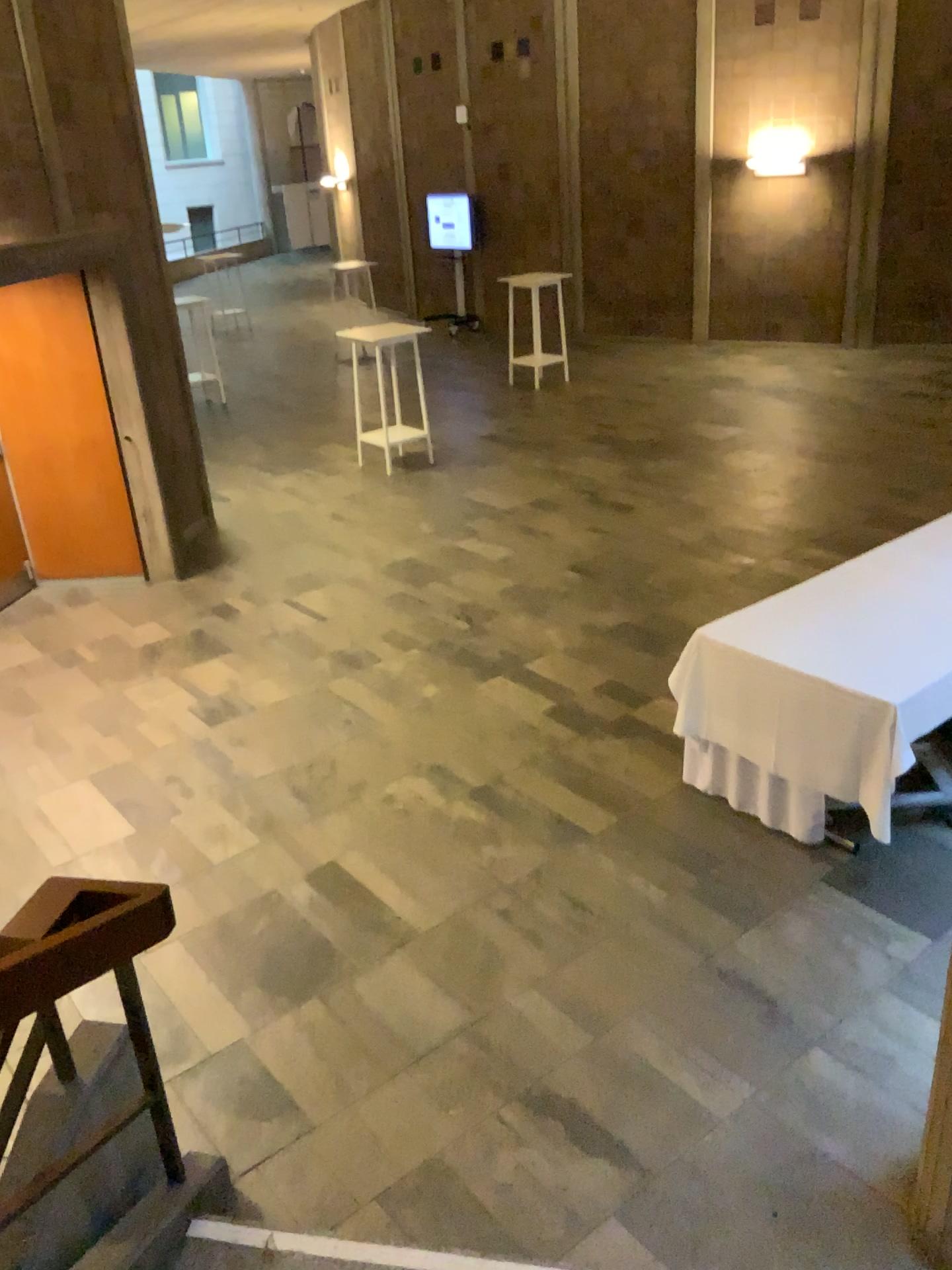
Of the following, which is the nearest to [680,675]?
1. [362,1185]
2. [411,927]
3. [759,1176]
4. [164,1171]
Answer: [411,927]

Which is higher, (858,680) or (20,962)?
(20,962)

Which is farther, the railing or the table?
the table

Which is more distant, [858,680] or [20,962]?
[858,680]
